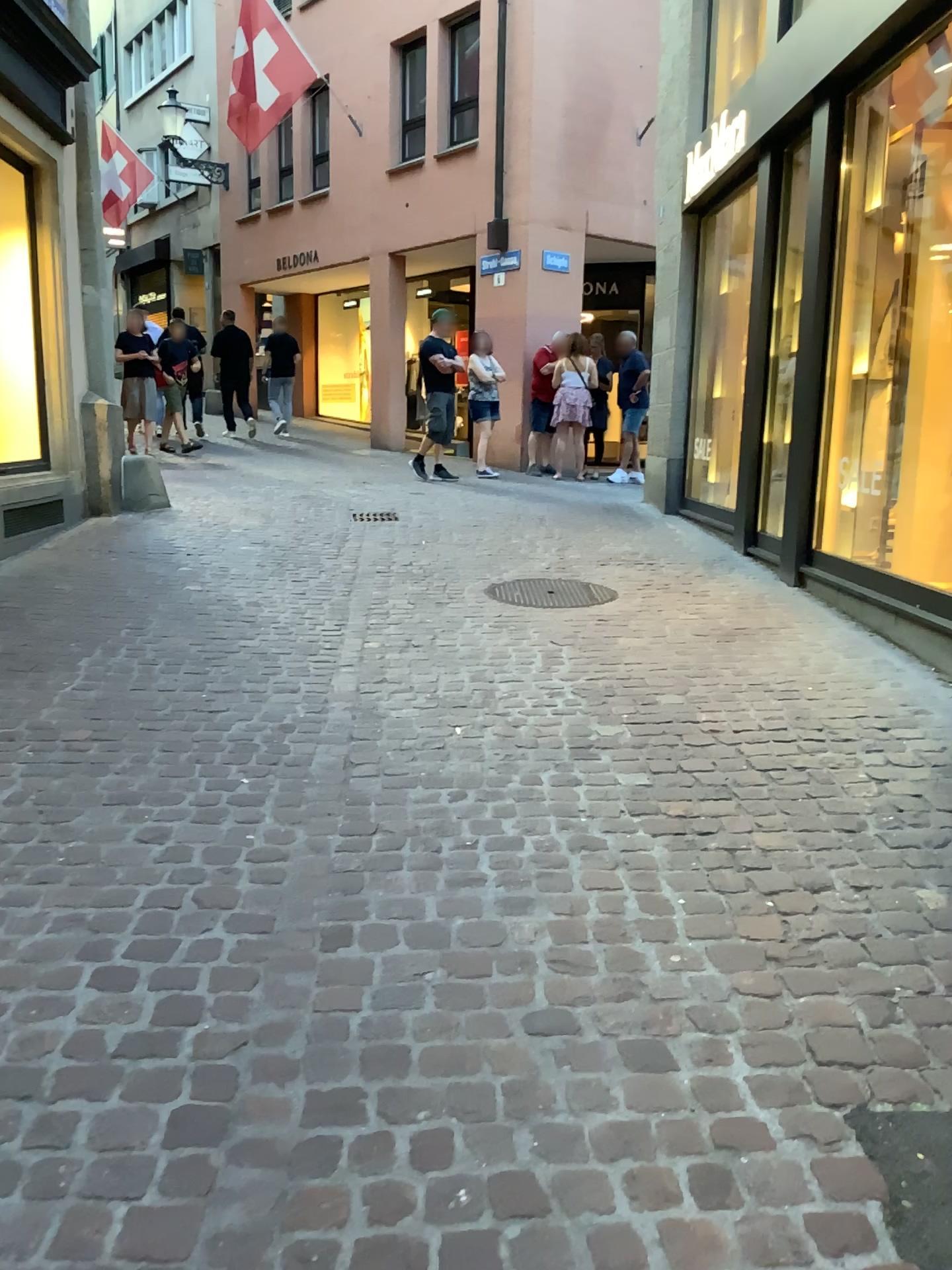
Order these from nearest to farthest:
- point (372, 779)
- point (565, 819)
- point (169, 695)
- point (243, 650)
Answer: point (565, 819), point (372, 779), point (169, 695), point (243, 650)
